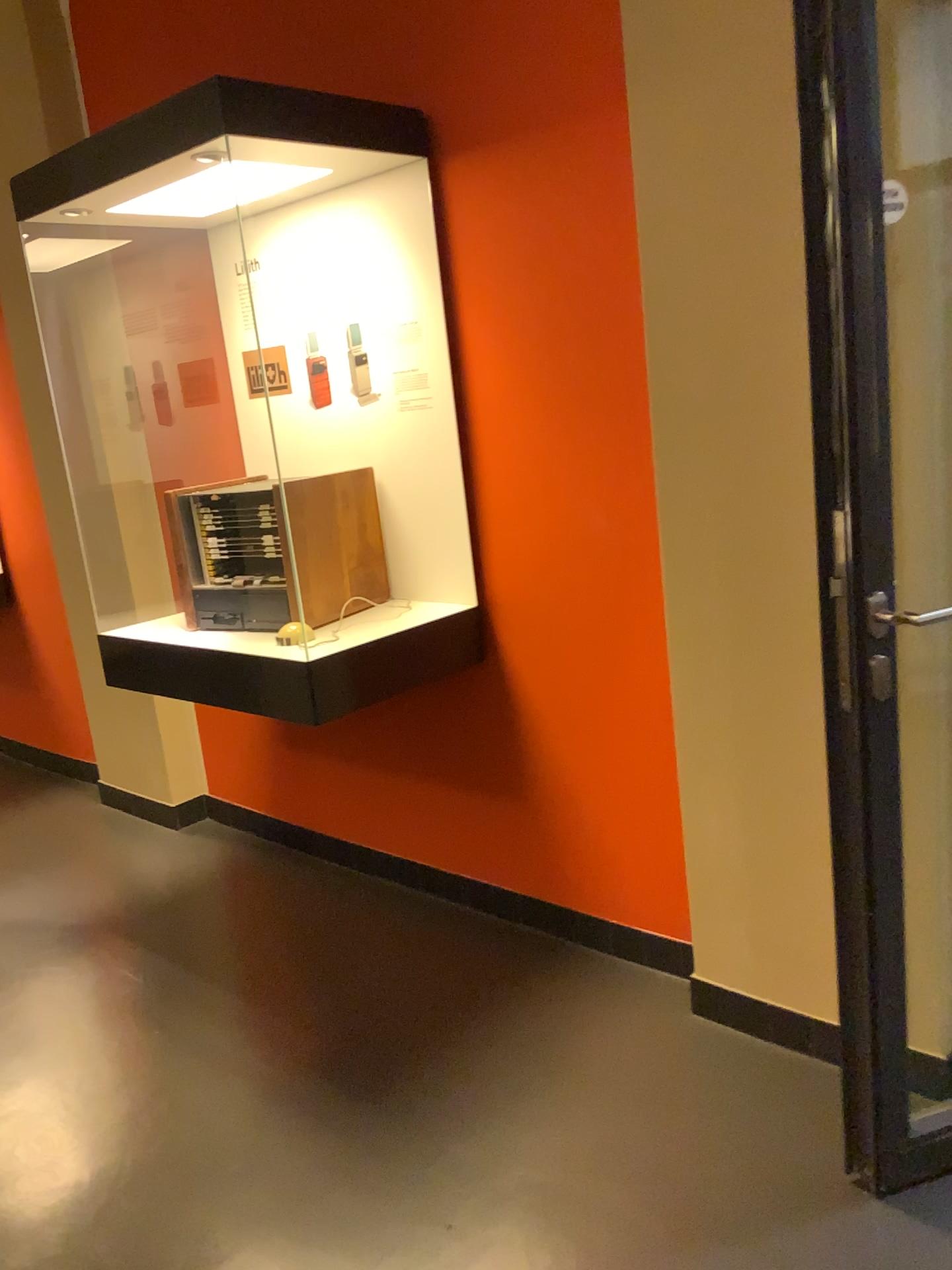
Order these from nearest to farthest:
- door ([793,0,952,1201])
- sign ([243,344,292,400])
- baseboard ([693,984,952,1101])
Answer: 1. door ([793,0,952,1201])
2. baseboard ([693,984,952,1101])
3. sign ([243,344,292,400])

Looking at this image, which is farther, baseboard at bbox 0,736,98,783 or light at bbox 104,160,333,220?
baseboard at bbox 0,736,98,783

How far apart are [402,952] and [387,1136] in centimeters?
73cm

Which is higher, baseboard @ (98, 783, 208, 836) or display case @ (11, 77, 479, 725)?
display case @ (11, 77, 479, 725)

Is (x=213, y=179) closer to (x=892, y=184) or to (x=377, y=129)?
(x=377, y=129)

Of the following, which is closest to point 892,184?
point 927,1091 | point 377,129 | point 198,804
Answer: point 377,129

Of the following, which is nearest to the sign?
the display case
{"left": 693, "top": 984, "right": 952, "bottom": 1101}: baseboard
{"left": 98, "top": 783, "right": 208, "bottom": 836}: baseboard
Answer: the display case

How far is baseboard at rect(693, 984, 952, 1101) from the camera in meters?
2.1 m

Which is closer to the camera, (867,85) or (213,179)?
(867,85)

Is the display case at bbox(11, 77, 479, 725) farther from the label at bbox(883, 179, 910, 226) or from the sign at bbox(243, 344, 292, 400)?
the label at bbox(883, 179, 910, 226)
